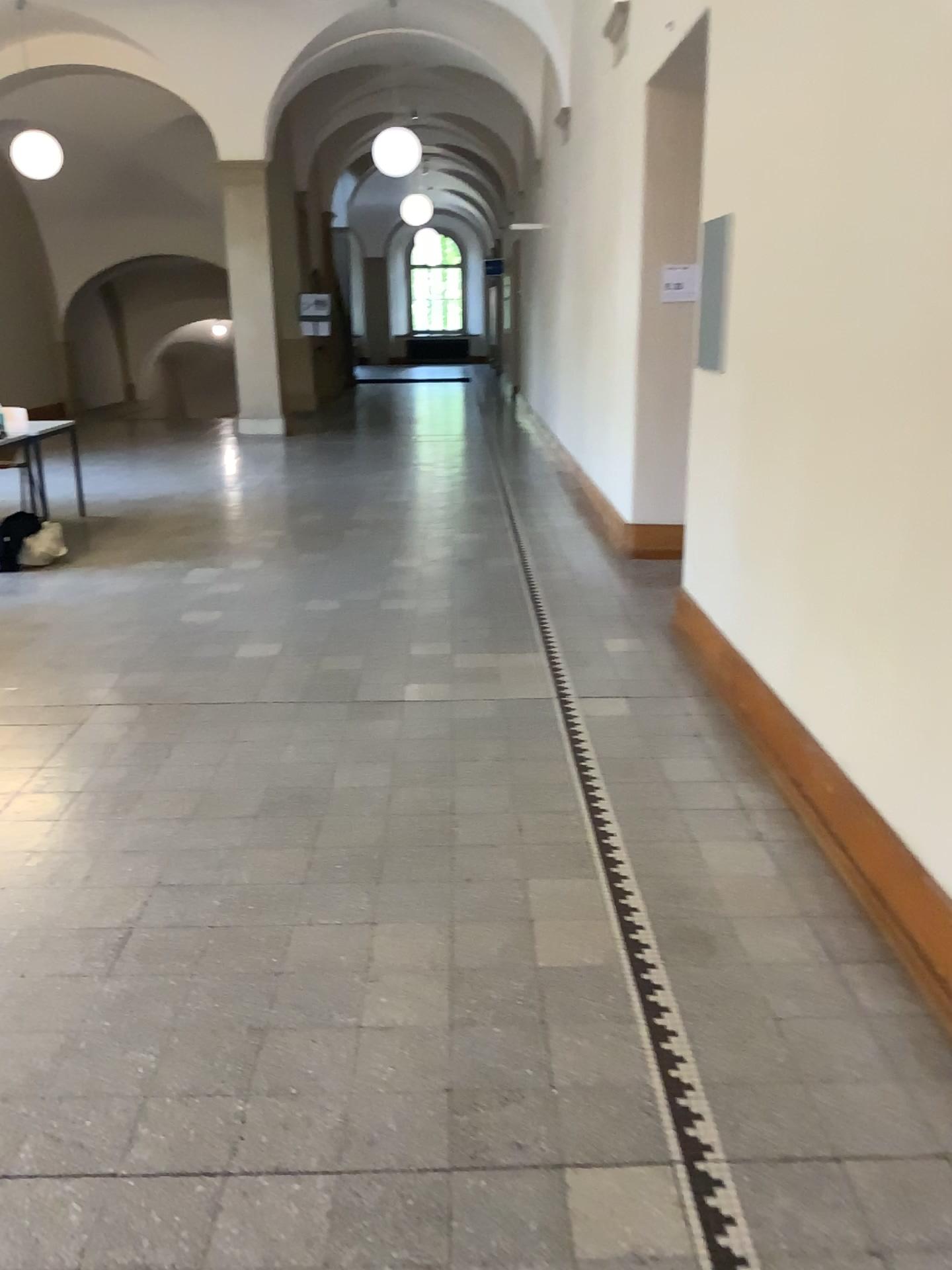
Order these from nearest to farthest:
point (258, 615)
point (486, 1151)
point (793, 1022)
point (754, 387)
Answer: point (486, 1151) < point (793, 1022) < point (754, 387) < point (258, 615)
